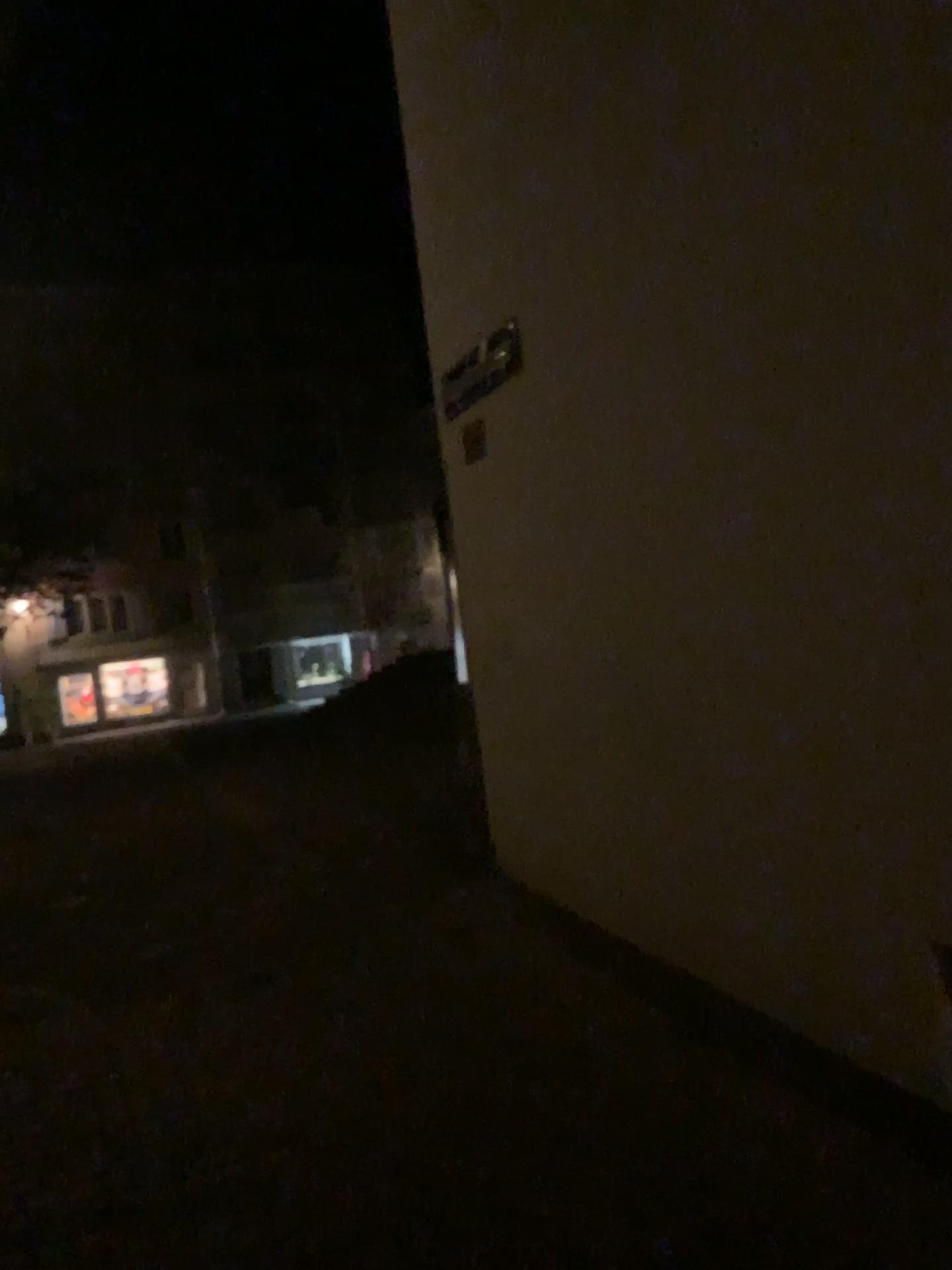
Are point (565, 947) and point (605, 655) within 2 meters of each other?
yes
